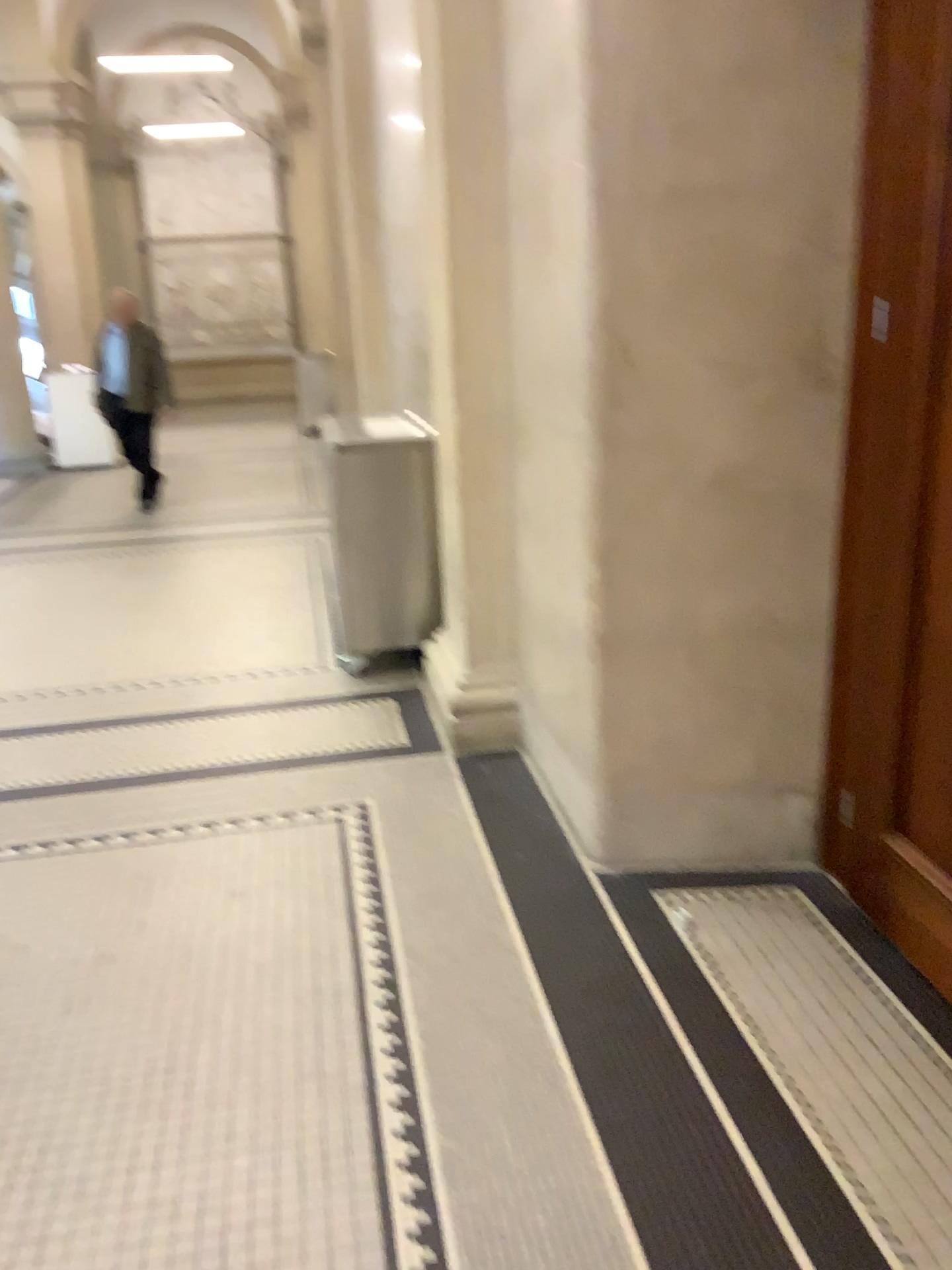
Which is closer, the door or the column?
the door

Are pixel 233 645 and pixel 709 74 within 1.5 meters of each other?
no

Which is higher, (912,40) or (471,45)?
(471,45)

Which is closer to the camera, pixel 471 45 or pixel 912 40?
pixel 912 40
